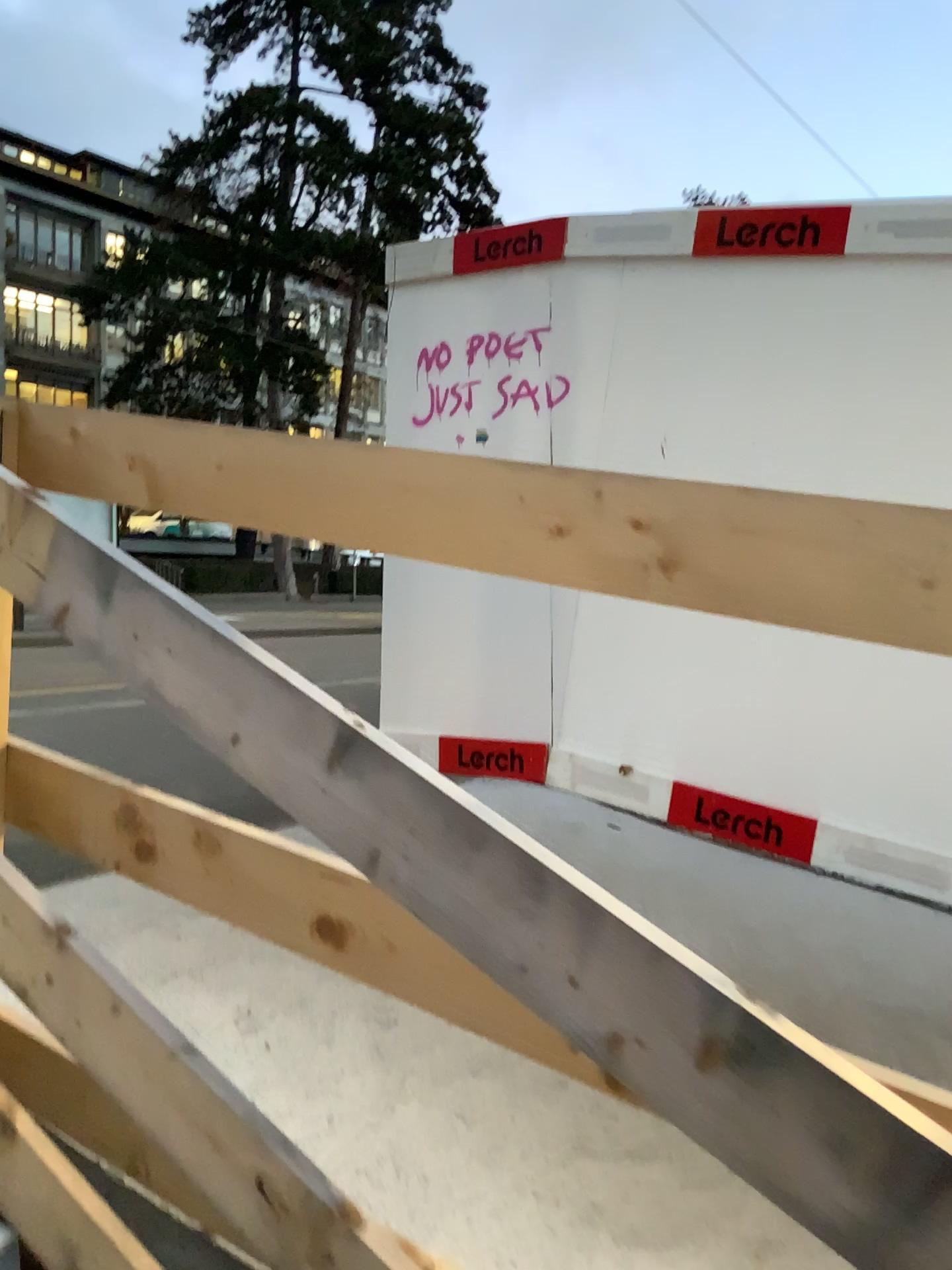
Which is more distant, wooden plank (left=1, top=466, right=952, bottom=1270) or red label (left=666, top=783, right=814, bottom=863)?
red label (left=666, top=783, right=814, bottom=863)

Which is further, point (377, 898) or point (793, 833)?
point (793, 833)

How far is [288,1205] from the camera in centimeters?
108cm

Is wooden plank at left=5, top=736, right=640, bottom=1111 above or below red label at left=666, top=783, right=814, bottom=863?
above

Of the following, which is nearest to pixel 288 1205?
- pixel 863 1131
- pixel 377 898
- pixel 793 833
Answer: pixel 377 898

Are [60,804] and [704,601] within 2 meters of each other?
yes

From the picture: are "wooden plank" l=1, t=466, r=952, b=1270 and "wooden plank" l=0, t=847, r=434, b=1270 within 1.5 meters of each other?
yes

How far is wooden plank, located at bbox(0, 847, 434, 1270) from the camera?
1.1 meters

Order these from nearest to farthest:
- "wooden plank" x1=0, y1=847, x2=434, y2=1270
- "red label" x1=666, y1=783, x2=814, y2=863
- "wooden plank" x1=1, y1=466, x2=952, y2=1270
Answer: "wooden plank" x1=1, y1=466, x2=952, y2=1270 → "wooden plank" x1=0, y1=847, x2=434, y2=1270 → "red label" x1=666, y1=783, x2=814, y2=863

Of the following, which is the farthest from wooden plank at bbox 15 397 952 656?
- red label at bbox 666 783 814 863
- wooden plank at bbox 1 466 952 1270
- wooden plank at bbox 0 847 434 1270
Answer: red label at bbox 666 783 814 863
